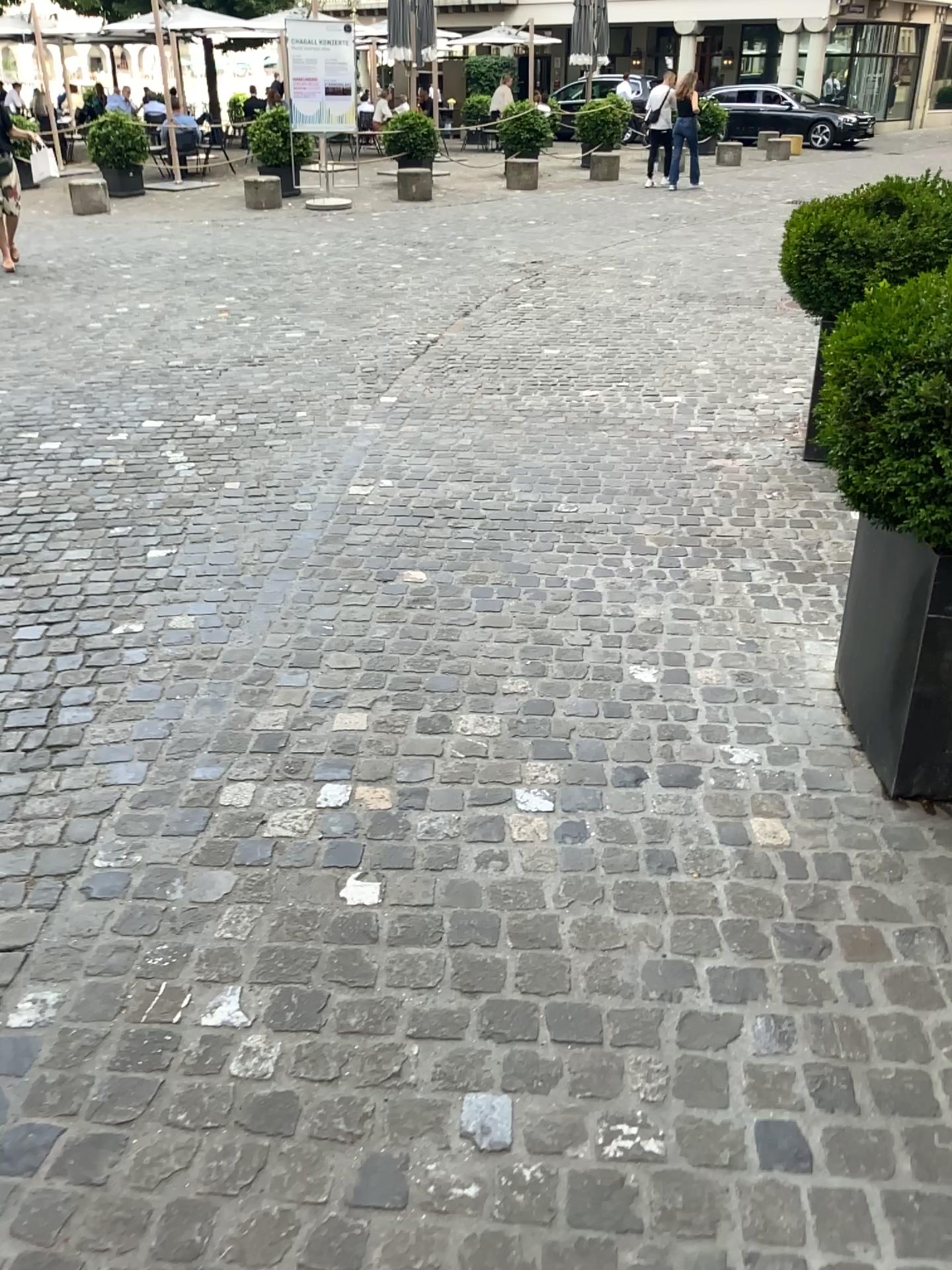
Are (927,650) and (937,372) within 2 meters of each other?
yes

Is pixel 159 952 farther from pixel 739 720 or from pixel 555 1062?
pixel 739 720

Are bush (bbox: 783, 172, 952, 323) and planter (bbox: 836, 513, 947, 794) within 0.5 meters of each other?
no

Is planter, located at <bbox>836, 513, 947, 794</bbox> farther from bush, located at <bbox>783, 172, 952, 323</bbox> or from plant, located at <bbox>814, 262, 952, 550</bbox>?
bush, located at <bbox>783, 172, 952, 323</bbox>

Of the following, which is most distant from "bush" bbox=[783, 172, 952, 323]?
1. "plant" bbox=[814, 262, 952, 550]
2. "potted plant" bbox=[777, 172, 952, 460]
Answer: "plant" bbox=[814, 262, 952, 550]

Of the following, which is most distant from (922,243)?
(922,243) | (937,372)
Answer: (937,372)

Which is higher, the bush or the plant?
the bush

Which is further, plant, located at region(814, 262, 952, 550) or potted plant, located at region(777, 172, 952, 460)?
potted plant, located at region(777, 172, 952, 460)

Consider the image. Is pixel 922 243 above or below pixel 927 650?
above

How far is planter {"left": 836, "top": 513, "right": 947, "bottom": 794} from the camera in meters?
2.3
